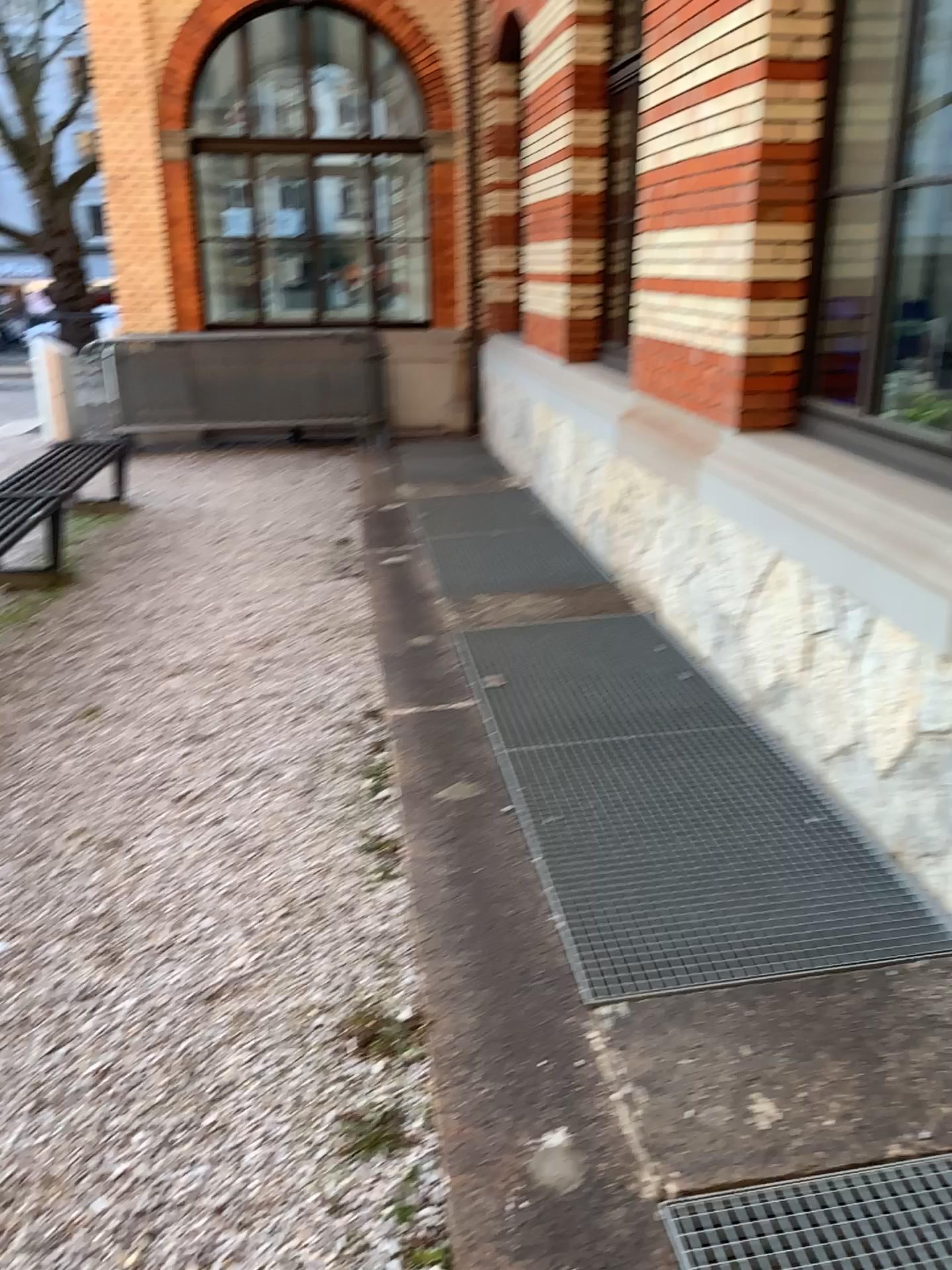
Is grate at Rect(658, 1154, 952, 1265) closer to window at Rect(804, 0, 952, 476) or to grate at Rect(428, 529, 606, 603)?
window at Rect(804, 0, 952, 476)

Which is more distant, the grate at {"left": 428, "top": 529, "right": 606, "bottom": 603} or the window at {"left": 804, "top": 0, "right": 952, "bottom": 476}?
the grate at {"left": 428, "top": 529, "right": 606, "bottom": 603}

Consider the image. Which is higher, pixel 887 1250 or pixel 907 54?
pixel 907 54

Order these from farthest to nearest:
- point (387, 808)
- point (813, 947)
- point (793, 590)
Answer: point (793, 590)
point (387, 808)
point (813, 947)

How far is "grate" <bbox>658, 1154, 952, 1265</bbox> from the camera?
1.8m

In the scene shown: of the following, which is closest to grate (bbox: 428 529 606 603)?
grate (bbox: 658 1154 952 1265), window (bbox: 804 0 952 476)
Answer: window (bbox: 804 0 952 476)

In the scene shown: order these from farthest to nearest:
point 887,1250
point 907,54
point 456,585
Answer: point 456,585 < point 907,54 < point 887,1250

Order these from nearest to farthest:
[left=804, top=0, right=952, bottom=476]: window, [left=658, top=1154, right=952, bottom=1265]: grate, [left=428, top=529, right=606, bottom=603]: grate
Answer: [left=658, top=1154, right=952, bottom=1265]: grate < [left=804, top=0, right=952, bottom=476]: window < [left=428, top=529, right=606, bottom=603]: grate

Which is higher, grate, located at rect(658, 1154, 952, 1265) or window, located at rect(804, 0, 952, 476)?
window, located at rect(804, 0, 952, 476)

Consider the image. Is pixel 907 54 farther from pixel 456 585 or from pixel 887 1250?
pixel 887 1250
